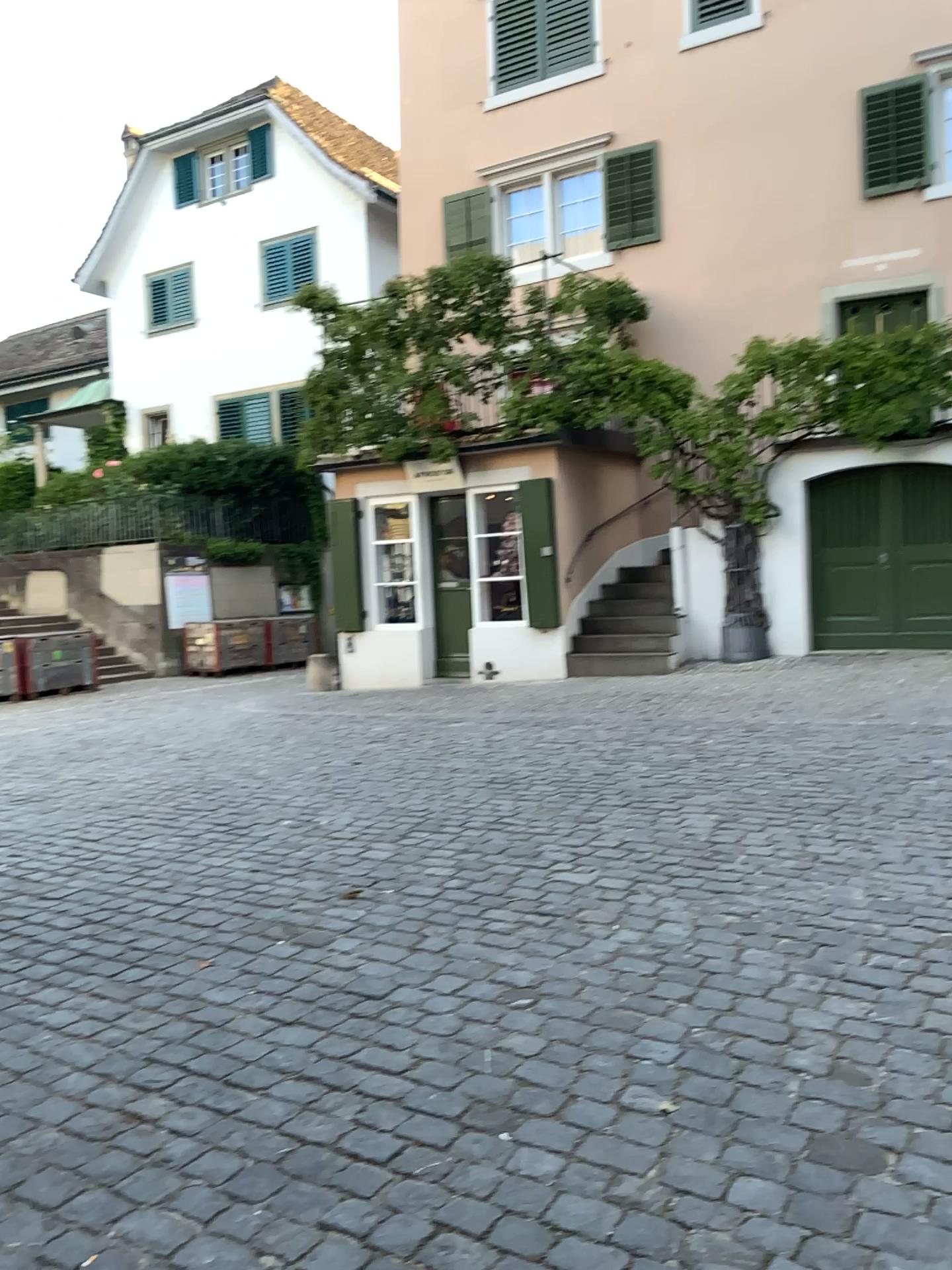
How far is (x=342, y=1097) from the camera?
2.7 meters
